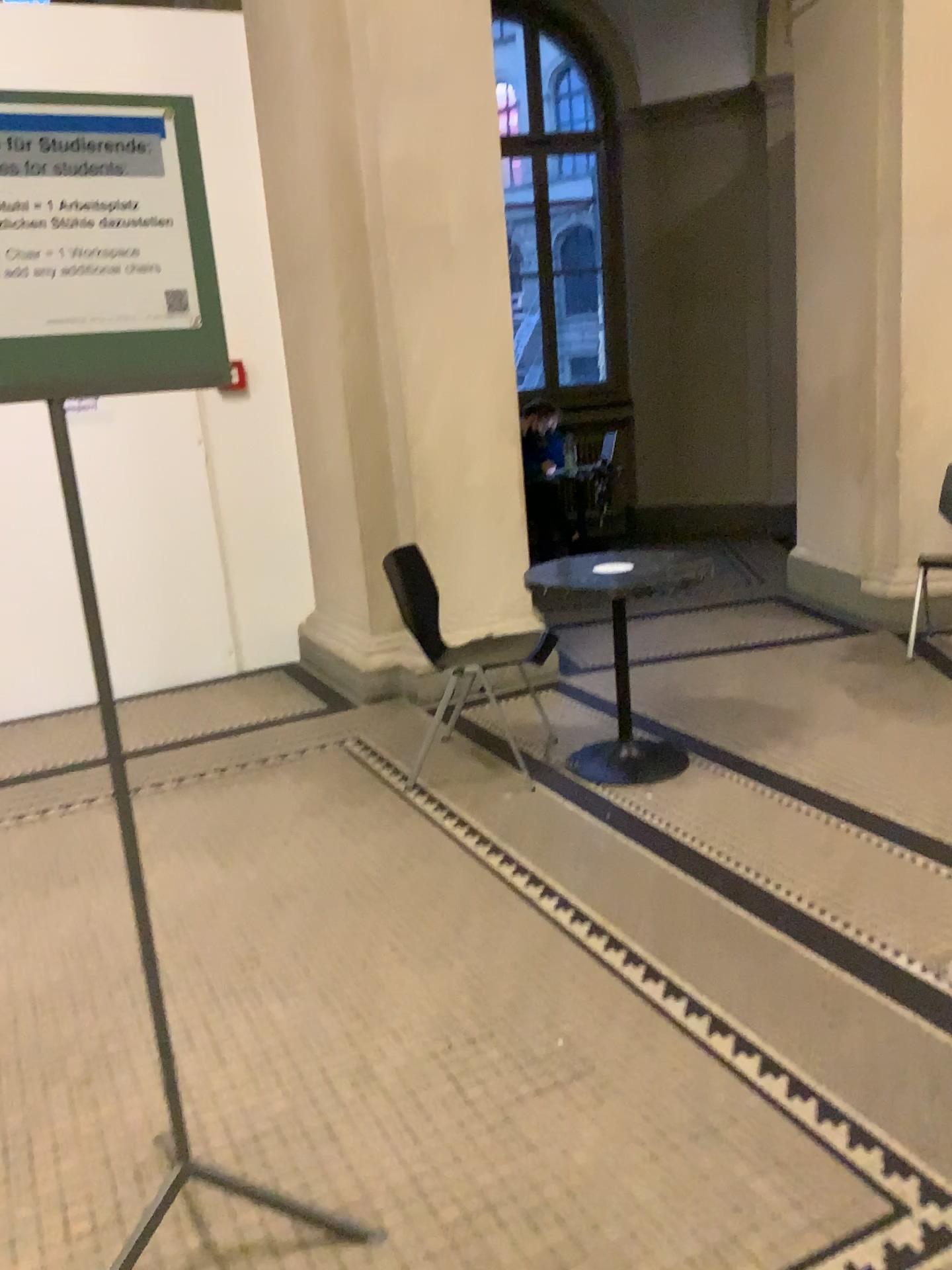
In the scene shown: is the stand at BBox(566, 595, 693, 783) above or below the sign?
below

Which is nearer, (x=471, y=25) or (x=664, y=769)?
(x=664, y=769)

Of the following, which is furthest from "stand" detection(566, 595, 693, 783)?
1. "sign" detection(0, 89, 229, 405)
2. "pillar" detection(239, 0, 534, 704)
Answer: "sign" detection(0, 89, 229, 405)

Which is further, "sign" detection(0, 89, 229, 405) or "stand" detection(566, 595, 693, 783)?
"stand" detection(566, 595, 693, 783)

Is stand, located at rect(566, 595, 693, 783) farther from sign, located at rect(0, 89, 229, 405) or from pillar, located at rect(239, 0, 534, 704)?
sign, located at rect(0, 89, 229, 405)

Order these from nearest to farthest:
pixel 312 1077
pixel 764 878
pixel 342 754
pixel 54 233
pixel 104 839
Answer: pixel 54 233, pixel 312 1077, pixel 764 878, pixel 104 839, pixel 342 754

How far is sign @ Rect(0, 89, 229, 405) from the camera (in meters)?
1.42

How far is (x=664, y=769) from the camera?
3.63m

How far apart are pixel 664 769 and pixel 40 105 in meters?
2.8 m

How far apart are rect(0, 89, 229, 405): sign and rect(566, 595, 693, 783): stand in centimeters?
233cm
